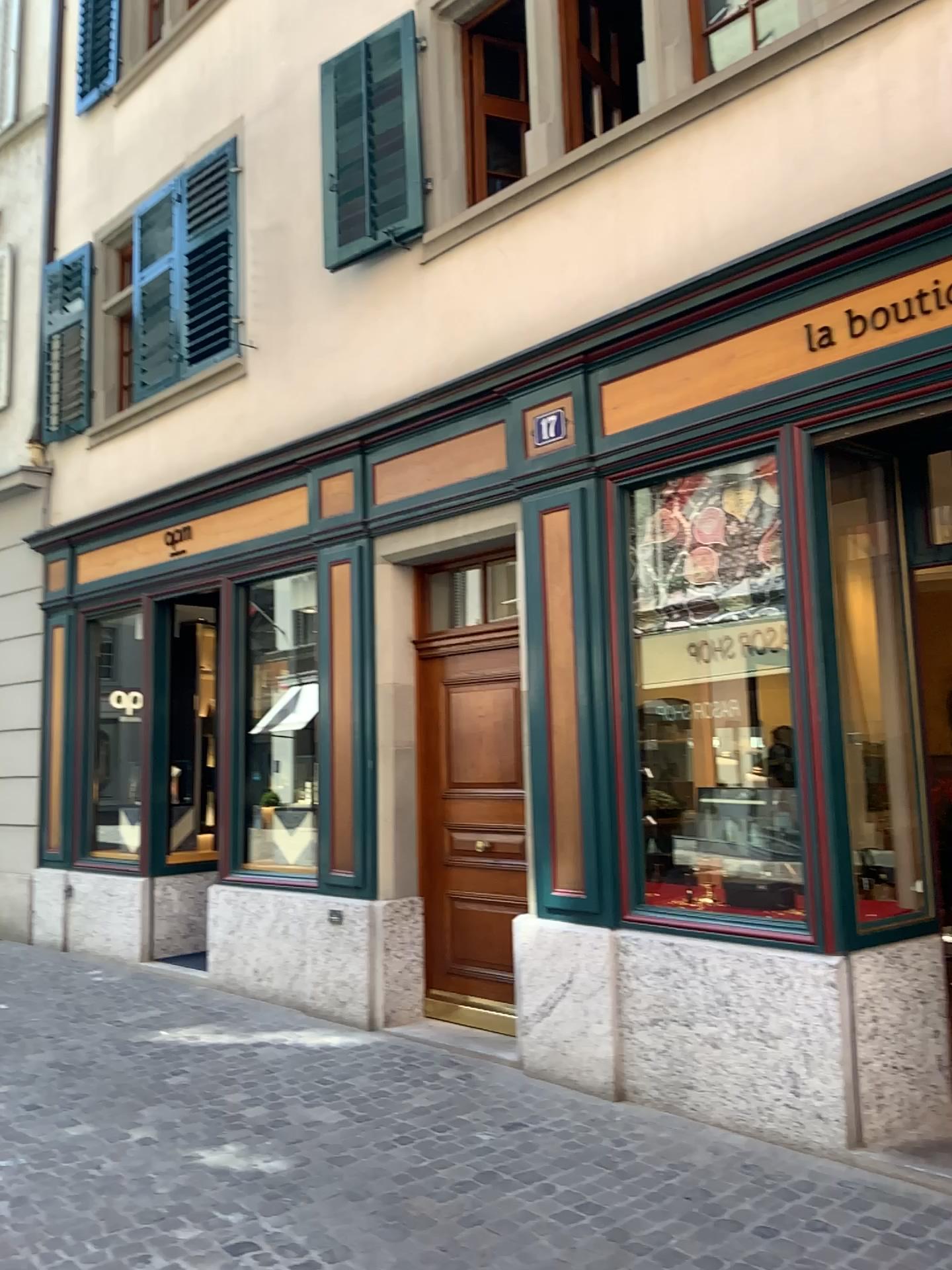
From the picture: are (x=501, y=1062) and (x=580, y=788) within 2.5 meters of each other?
yes
